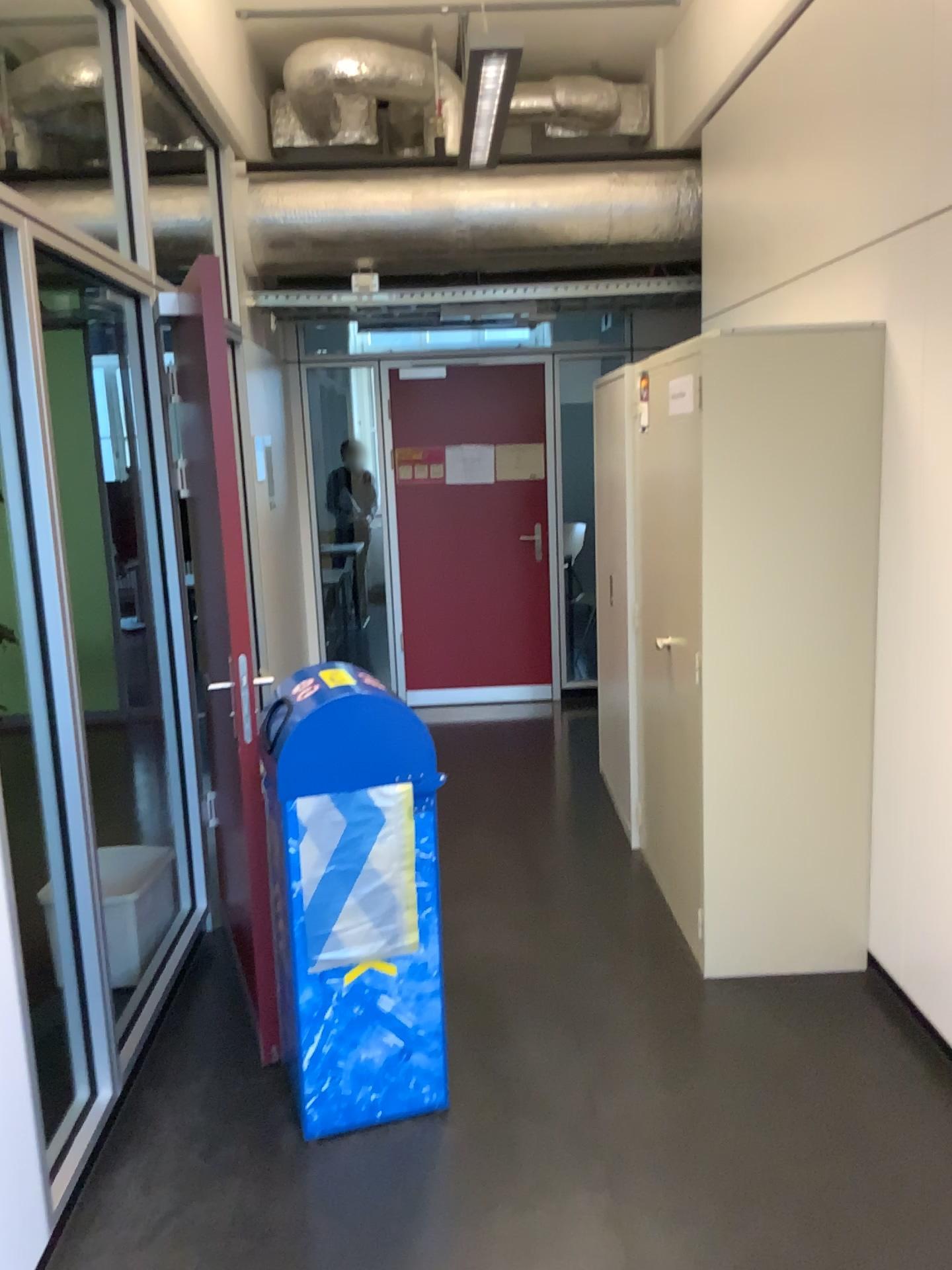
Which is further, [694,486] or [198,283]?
[694,486]

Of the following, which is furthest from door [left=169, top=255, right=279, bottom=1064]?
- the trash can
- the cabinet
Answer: the cabinet

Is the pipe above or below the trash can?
above

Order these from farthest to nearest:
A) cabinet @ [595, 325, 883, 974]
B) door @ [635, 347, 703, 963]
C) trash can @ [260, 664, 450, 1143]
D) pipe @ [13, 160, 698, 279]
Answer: pipe @ [13, 160, 698, 279]
door @ [635, 347, 703, 963]
cabinet @ [595, 325, 883, 974]
trash can @ [260, 664, 450, 1143]

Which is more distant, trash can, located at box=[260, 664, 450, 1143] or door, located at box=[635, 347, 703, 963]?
door, located at box=[635, 347, 703, 963]

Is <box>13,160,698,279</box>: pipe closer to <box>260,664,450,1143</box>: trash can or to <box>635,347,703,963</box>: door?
<box>635,347,703,963</box>: door

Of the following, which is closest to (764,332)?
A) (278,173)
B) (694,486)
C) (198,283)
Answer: (694,486)

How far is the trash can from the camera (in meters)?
2.42

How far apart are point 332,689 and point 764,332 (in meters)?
1.58

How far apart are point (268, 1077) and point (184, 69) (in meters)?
3.36
